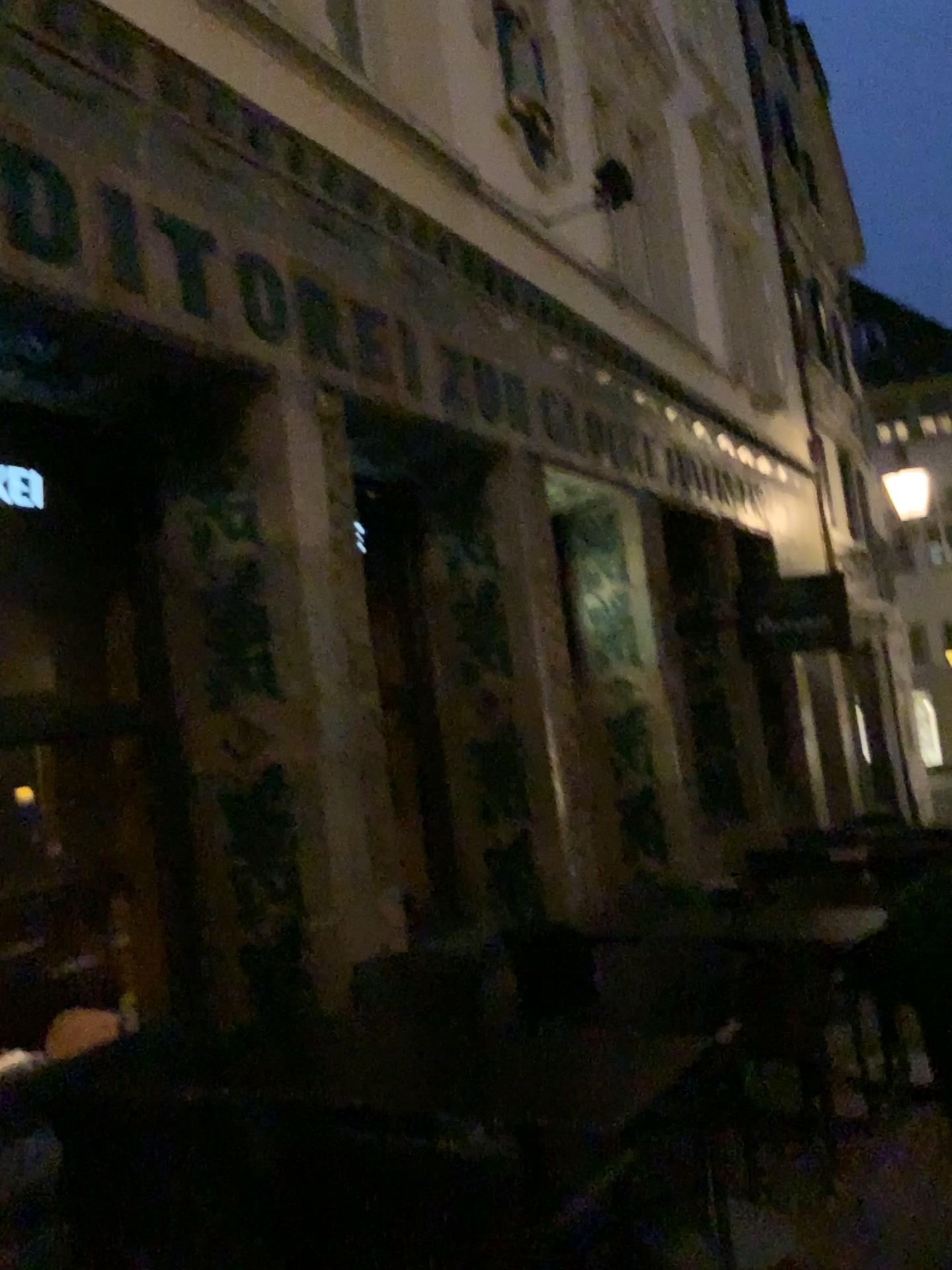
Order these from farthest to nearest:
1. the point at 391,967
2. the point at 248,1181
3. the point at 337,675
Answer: the point at 337,675 < the point at 391,967 < the point at 248,1181
